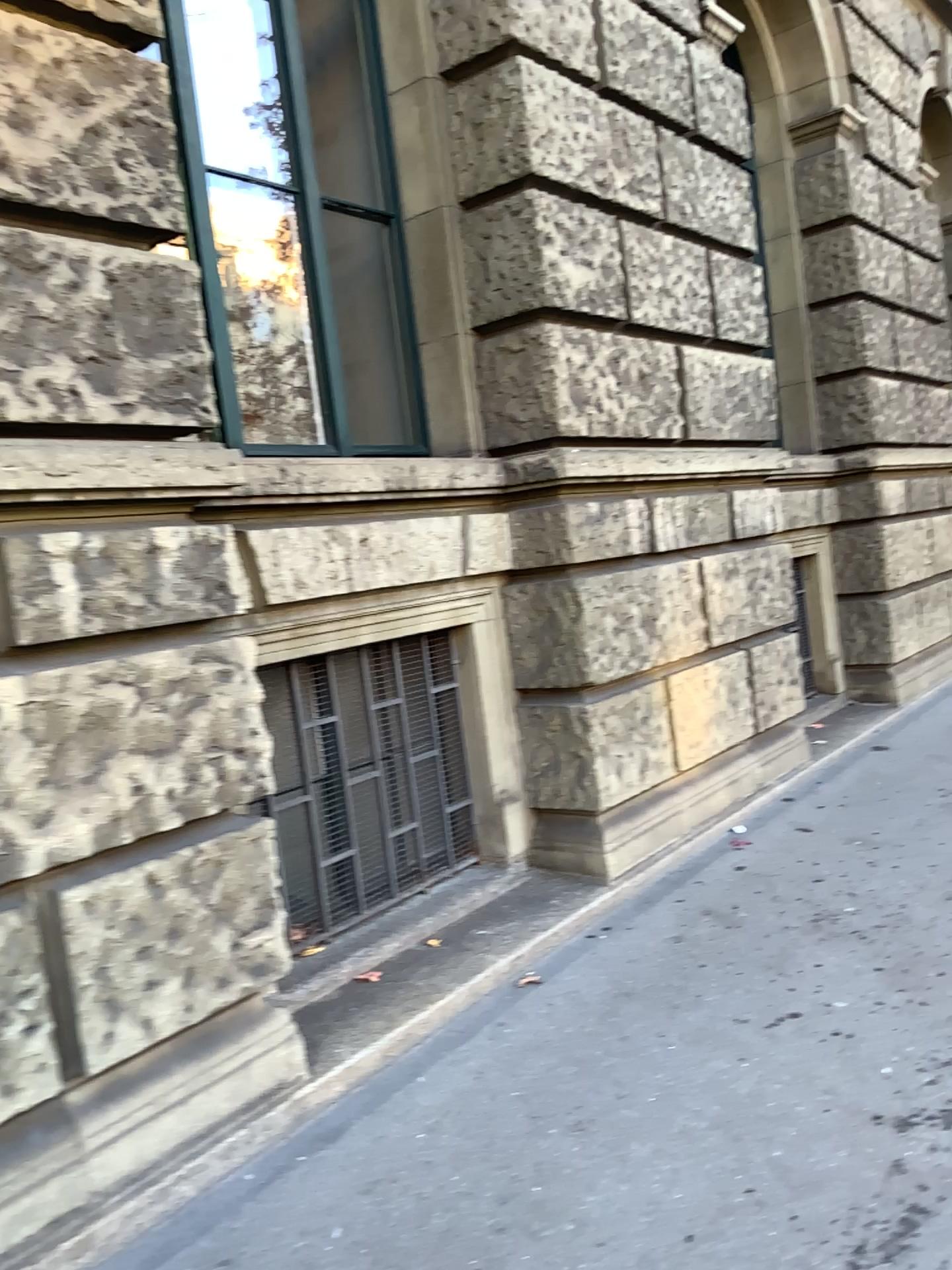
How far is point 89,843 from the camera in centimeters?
249cm

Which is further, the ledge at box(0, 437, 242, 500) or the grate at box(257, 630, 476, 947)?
the grate at box(257, 630, 476, 947)

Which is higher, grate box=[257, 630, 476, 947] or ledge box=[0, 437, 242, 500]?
ledge box=[0, 437, 242, 500]

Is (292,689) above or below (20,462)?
below

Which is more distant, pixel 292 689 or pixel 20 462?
pixel 292 689
